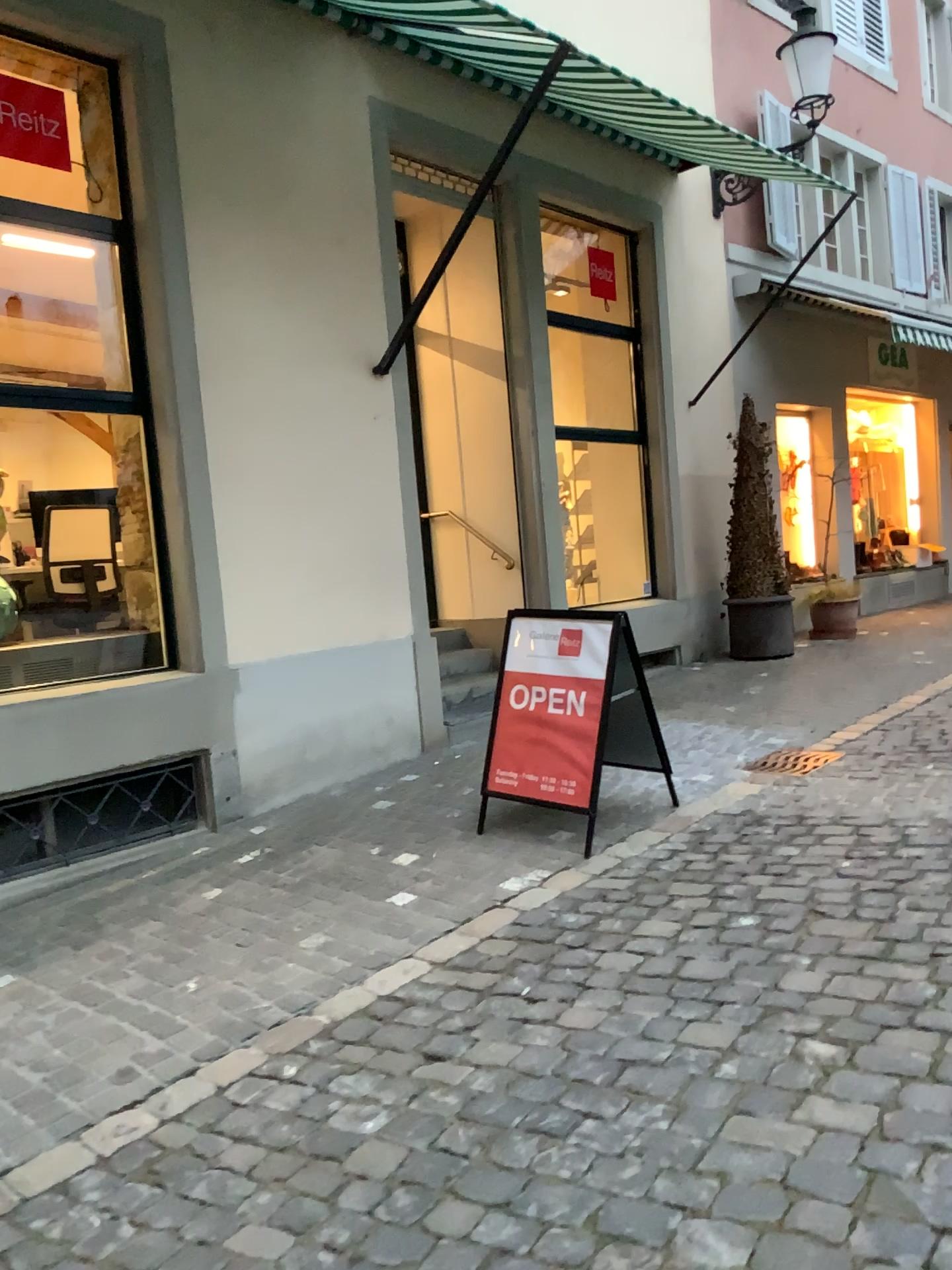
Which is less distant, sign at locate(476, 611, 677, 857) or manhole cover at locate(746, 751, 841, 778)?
sign at locate(476, 611, 677, 857)

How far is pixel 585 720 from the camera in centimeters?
462cm

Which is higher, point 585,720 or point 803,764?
point 585,720

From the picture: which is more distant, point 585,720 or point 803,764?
point 803,764

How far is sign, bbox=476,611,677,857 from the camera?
4.6m

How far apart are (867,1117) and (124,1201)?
1.7 meters
